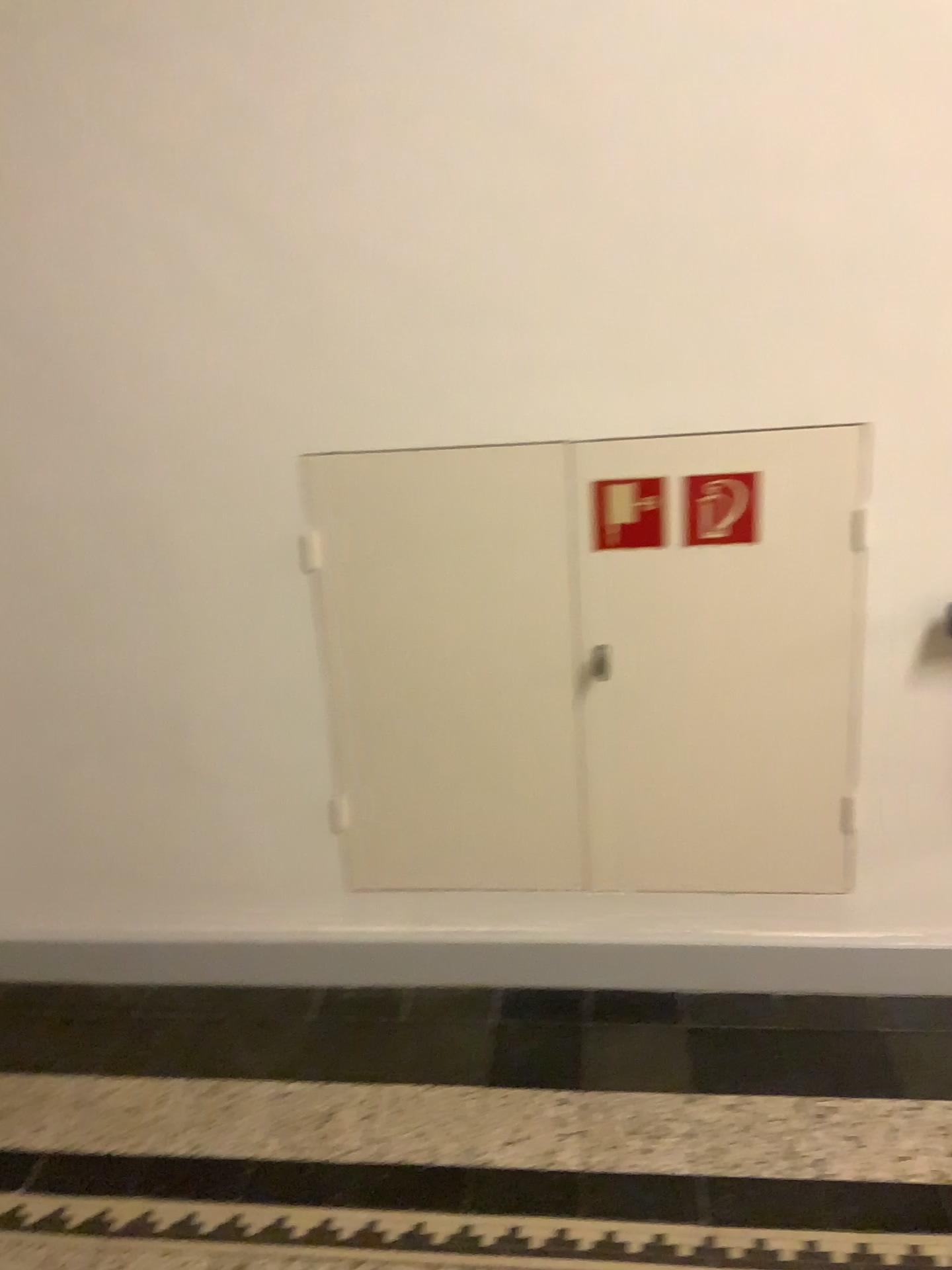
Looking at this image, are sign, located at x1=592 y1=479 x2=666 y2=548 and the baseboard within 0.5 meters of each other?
no

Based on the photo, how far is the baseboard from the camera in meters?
2.3 m

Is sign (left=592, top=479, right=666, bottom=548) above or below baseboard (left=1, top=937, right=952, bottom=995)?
above

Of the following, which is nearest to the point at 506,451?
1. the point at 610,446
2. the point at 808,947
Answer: the point at 610,446

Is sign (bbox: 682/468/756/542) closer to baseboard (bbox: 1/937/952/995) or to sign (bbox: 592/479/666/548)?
sign (bbox: 592/479/666/548)

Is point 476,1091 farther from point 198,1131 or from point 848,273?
point 848,273

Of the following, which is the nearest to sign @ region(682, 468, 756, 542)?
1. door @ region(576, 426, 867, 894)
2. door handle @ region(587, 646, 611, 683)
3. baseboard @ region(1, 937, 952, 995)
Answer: door @ region(576, 426, 867, 894)

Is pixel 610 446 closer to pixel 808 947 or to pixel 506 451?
pixel 506 451

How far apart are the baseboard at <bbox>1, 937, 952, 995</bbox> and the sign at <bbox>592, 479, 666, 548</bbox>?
0.90m

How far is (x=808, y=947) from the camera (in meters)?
2.30
